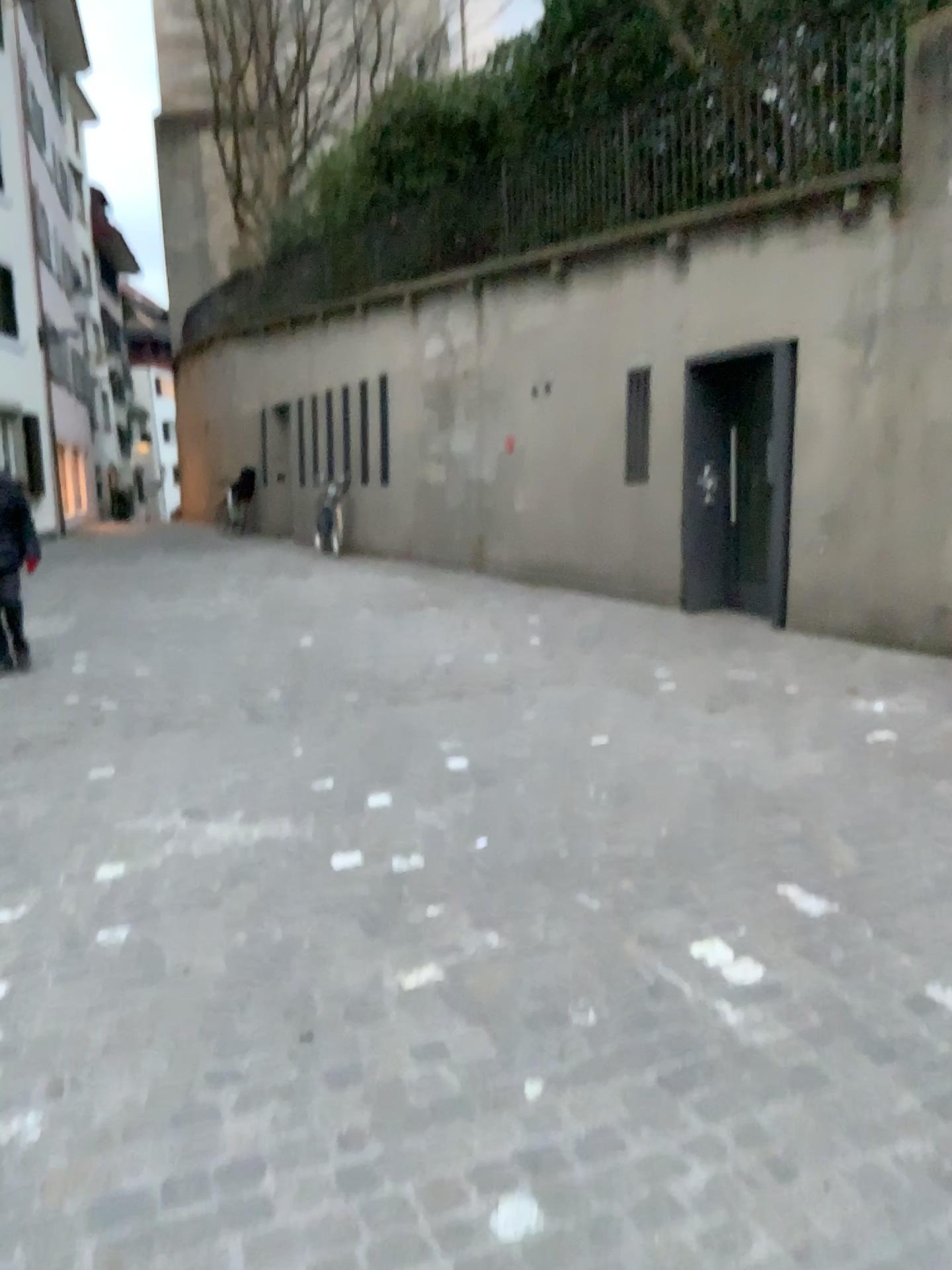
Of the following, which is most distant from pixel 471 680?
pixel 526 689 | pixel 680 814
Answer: pixel 680 814
